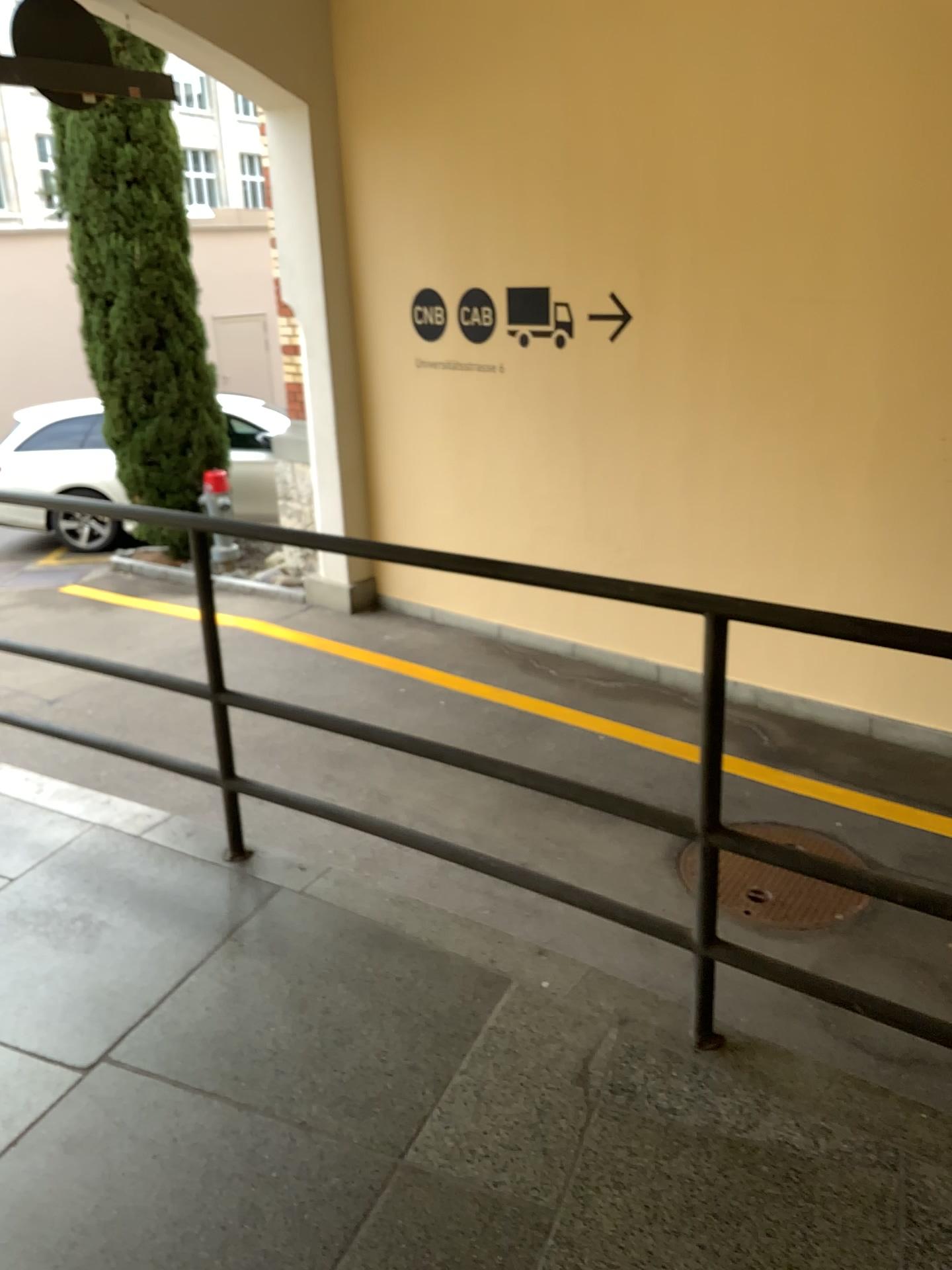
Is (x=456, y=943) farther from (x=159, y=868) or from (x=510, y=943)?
(x=159, y=868)
